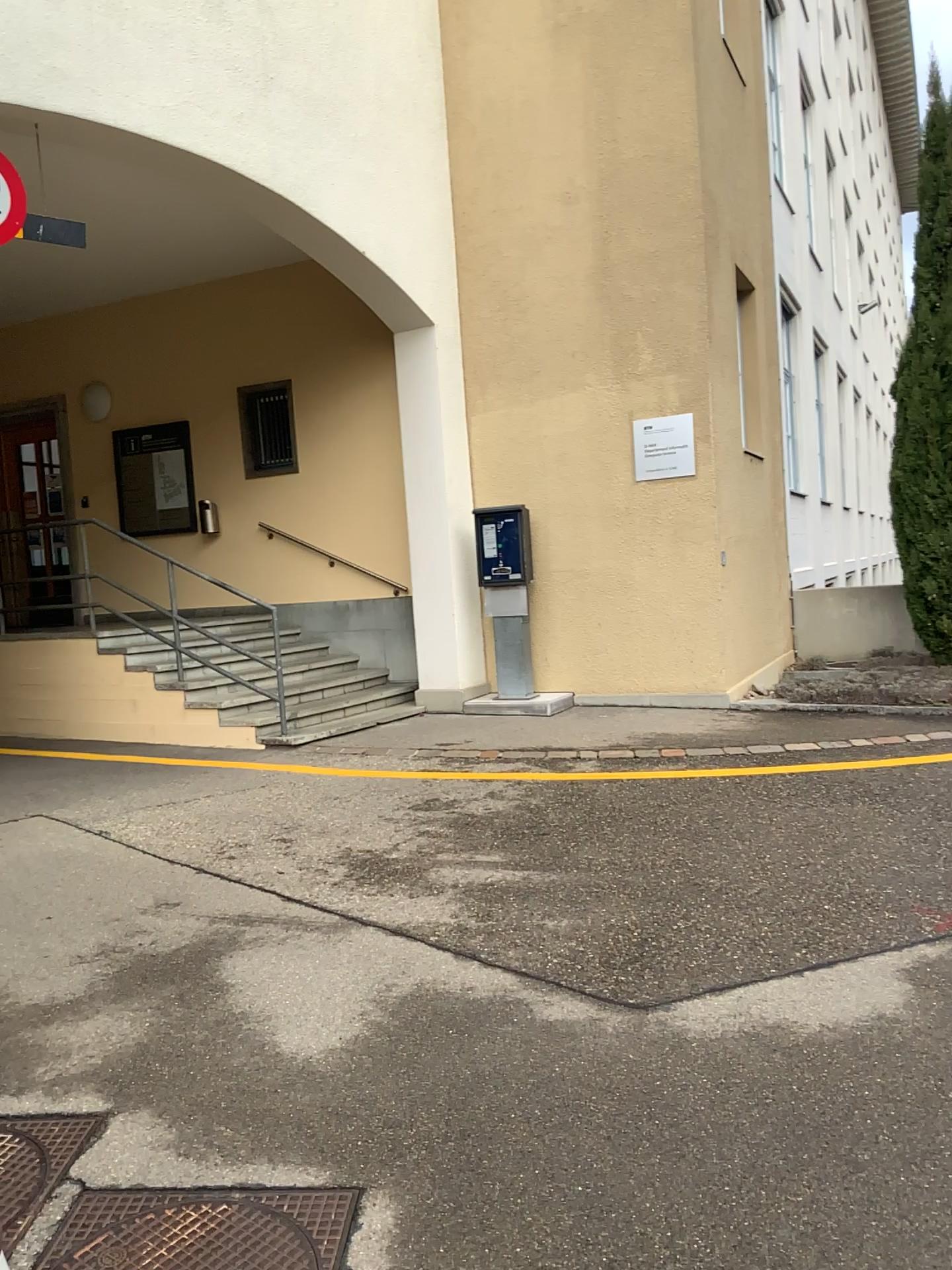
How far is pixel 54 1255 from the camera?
2.3m

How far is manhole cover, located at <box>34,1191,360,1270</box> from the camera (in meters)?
2.29

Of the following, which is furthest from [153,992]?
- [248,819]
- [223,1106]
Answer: [248,819]
